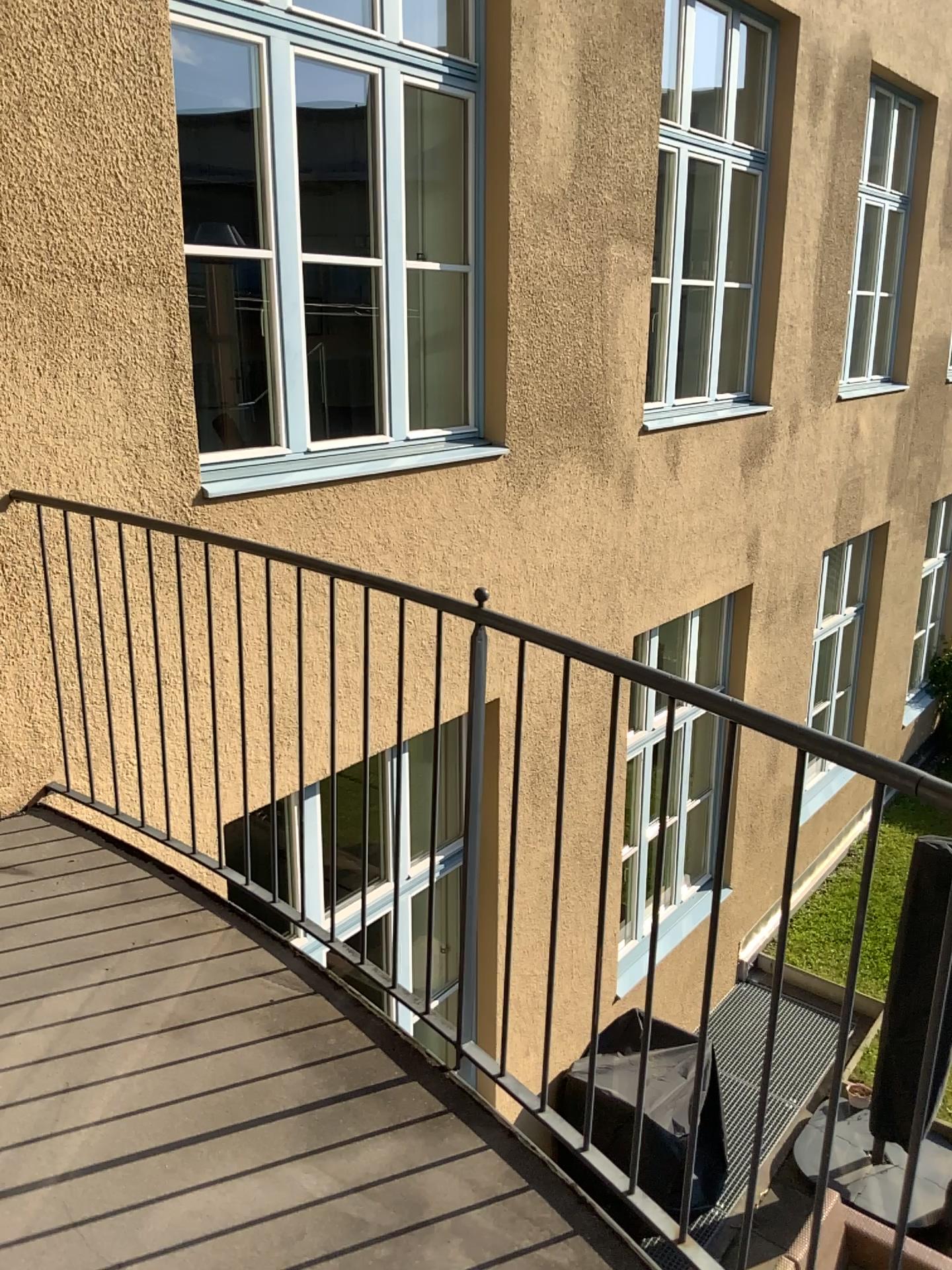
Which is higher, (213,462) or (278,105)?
(278,105)

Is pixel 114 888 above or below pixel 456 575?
below
